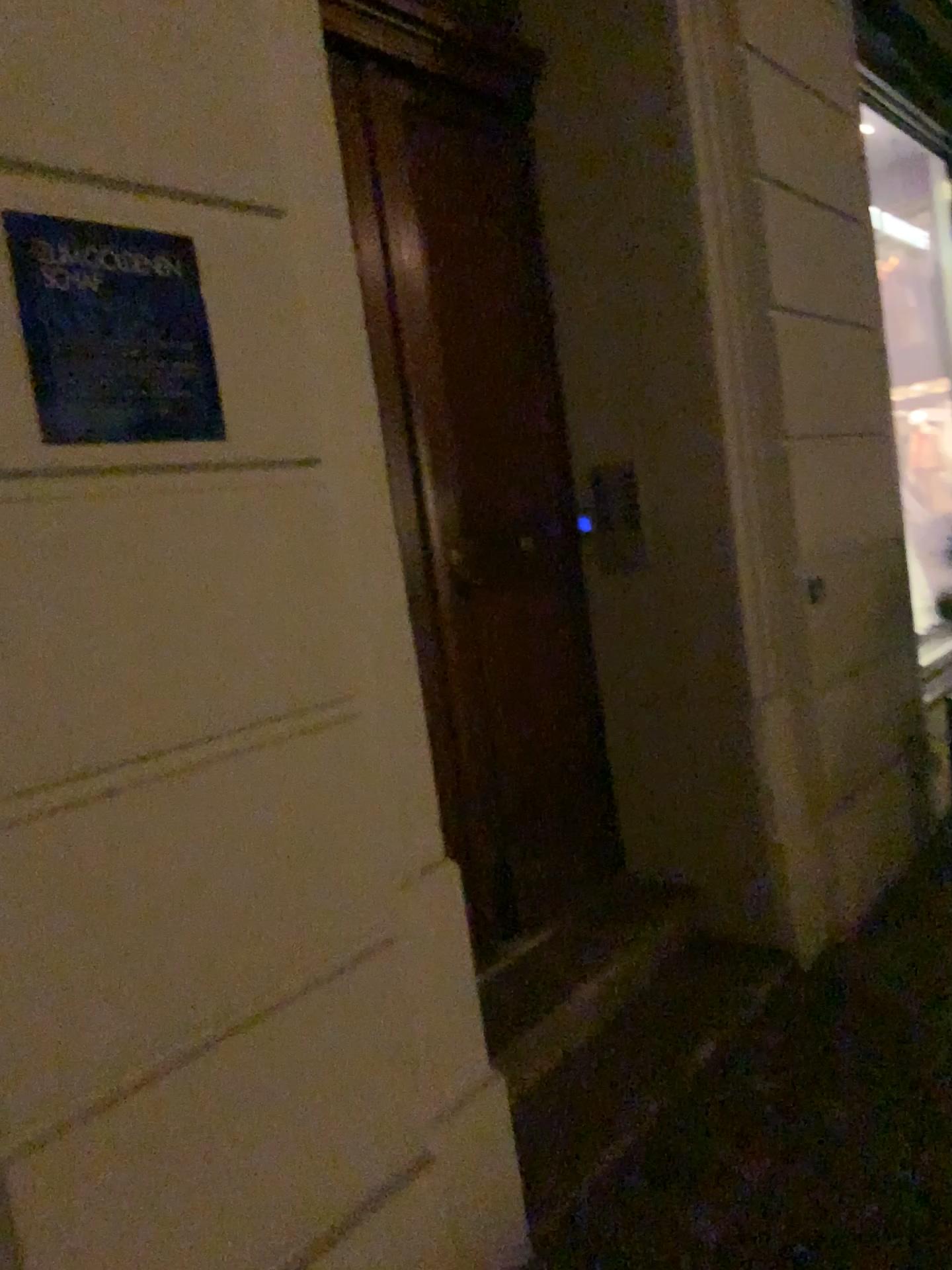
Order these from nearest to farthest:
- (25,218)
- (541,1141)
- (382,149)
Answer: (25,218) → (541,1141) → (382,149)

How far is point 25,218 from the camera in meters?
1.3 m

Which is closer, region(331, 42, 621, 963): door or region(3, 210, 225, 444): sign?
region(3, 210, 225, 444): sign

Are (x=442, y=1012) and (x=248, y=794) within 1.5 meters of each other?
yes

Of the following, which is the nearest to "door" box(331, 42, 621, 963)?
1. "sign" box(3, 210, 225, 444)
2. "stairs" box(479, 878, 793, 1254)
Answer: "stairs" box(479, 878, 793, 1254)

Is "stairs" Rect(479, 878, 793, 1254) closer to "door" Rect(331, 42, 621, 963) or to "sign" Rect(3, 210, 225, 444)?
"door" Rect(331, 42, 621, 963)

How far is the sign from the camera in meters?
1.3

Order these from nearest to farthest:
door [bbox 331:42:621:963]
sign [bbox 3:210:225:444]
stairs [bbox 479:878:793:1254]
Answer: sign [bbox 3:210:225:444], stairs [bbox 479:878:793:1254], door [bbox 331:42:621:963]

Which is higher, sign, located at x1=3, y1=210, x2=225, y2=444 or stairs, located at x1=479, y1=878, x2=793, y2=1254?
sign, located at x1=3, y1=210, x2=225, y2=444

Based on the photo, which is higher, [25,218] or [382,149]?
[382,149]
